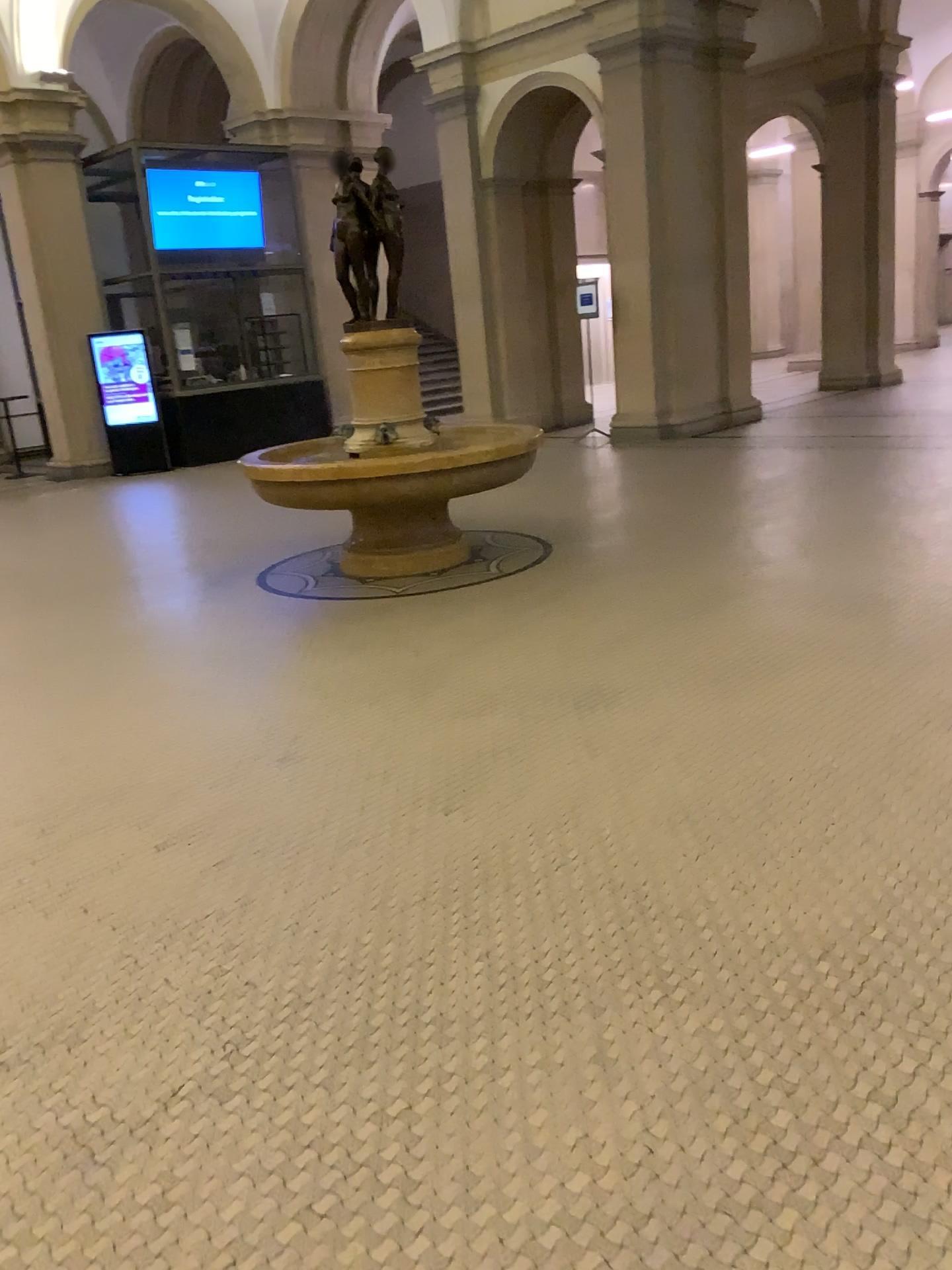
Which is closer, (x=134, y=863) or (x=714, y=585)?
(x=134, y=863)
